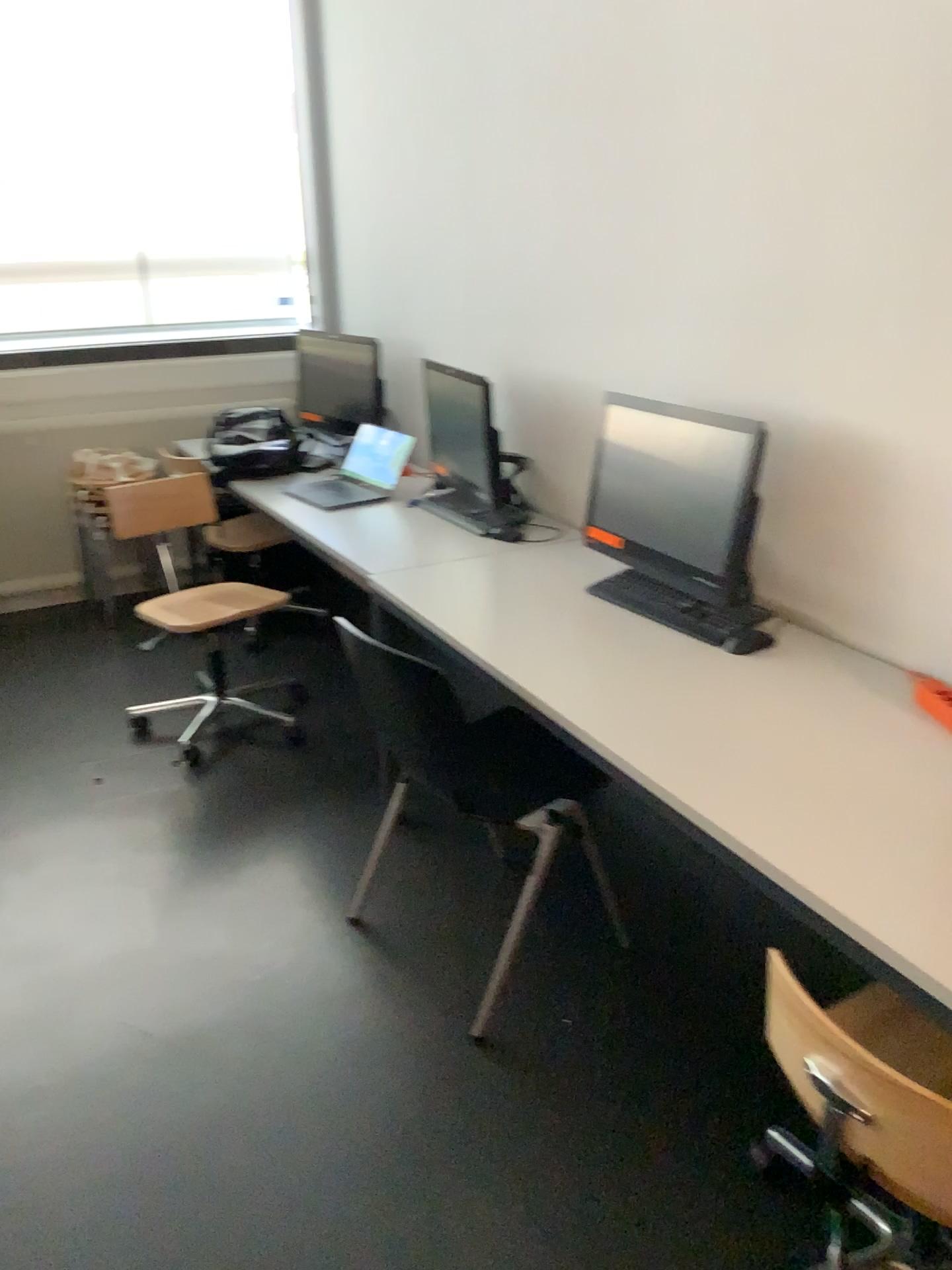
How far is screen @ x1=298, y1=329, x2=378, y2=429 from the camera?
Result: 4.2m

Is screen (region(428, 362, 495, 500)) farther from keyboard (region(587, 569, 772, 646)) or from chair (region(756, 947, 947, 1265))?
chair (region(756, 947, 947, 1265))

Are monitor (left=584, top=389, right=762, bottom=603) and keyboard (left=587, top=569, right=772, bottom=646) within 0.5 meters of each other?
yes

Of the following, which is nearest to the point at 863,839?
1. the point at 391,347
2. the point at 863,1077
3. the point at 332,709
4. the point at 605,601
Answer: the point at 863,1077

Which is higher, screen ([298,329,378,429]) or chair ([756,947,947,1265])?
A: screen ([298,329,378,429])

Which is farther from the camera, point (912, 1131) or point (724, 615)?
point (724, 615)

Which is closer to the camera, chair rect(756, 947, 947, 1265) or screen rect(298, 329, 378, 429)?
chair rect(756, 947, 947, 1265)

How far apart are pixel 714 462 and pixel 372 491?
1.6 meters

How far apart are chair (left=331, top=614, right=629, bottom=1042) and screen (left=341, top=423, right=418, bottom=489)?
1.1 meters

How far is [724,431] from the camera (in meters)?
2.19
